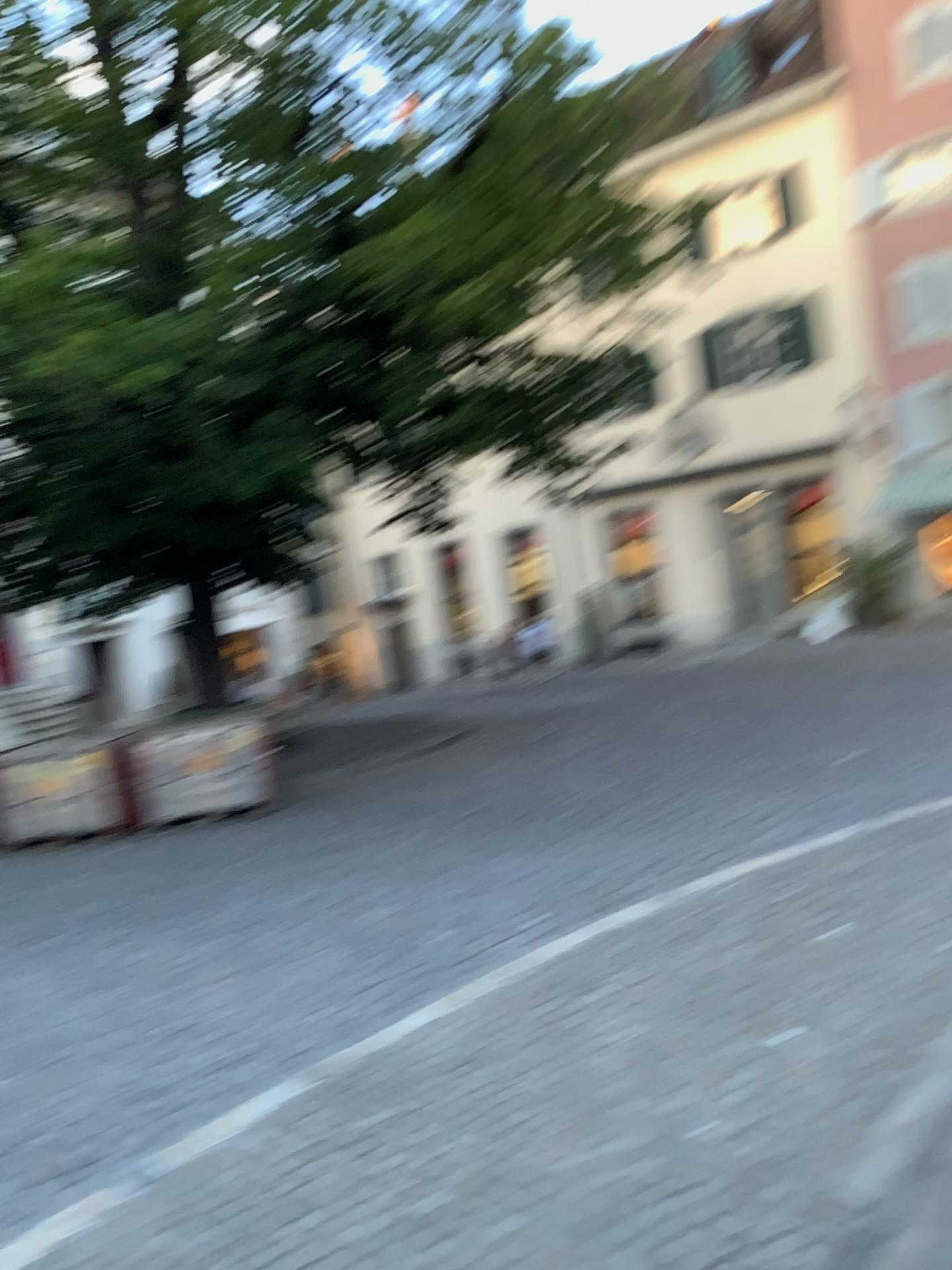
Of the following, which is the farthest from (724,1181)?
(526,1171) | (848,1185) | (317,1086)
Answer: (317,1086)
